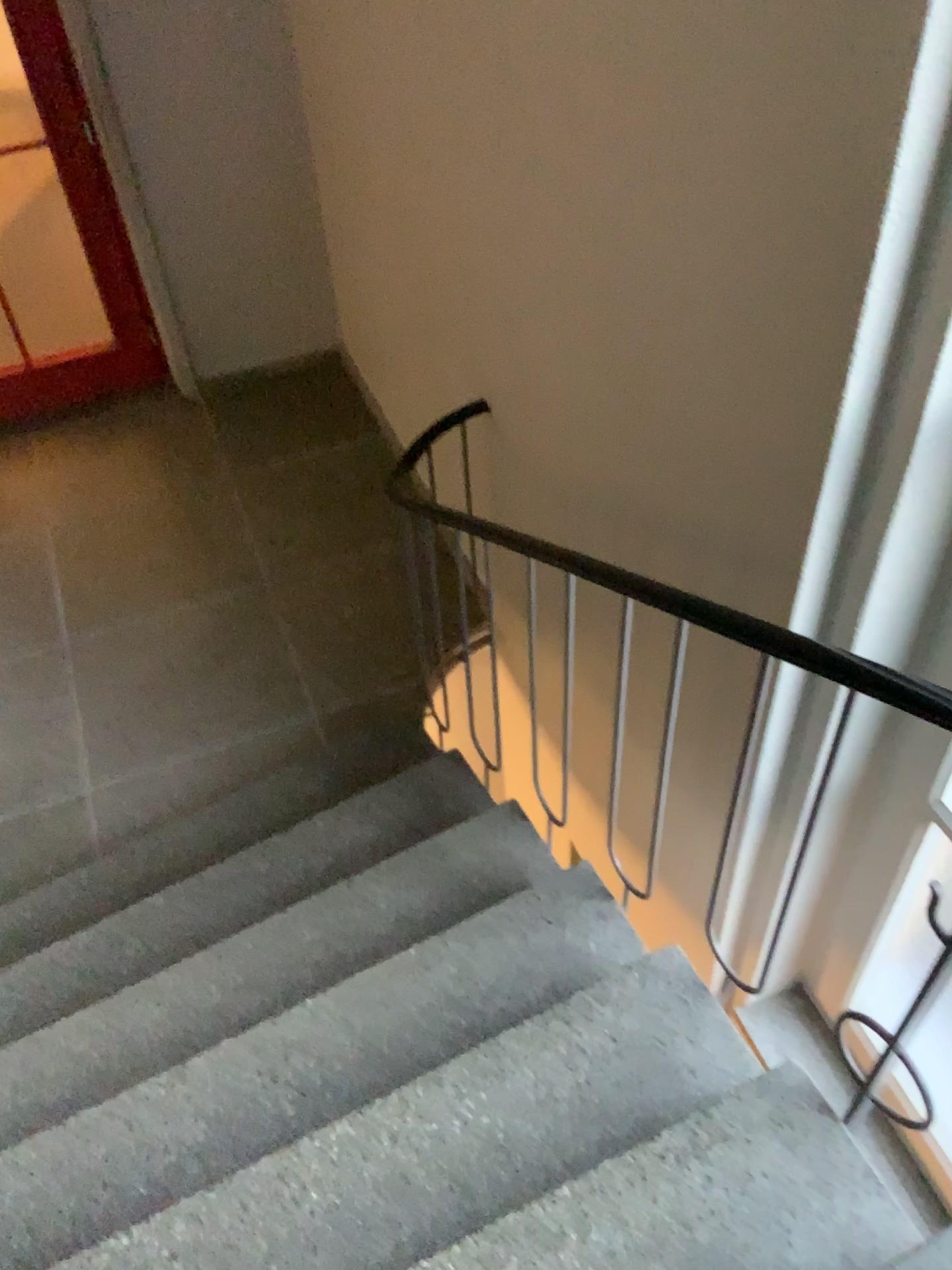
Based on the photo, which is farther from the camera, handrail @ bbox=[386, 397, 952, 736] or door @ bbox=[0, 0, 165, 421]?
door @ bbox=[0, 0, 165, 421]

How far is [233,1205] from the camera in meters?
1.8 m

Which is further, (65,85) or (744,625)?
(65,85)
